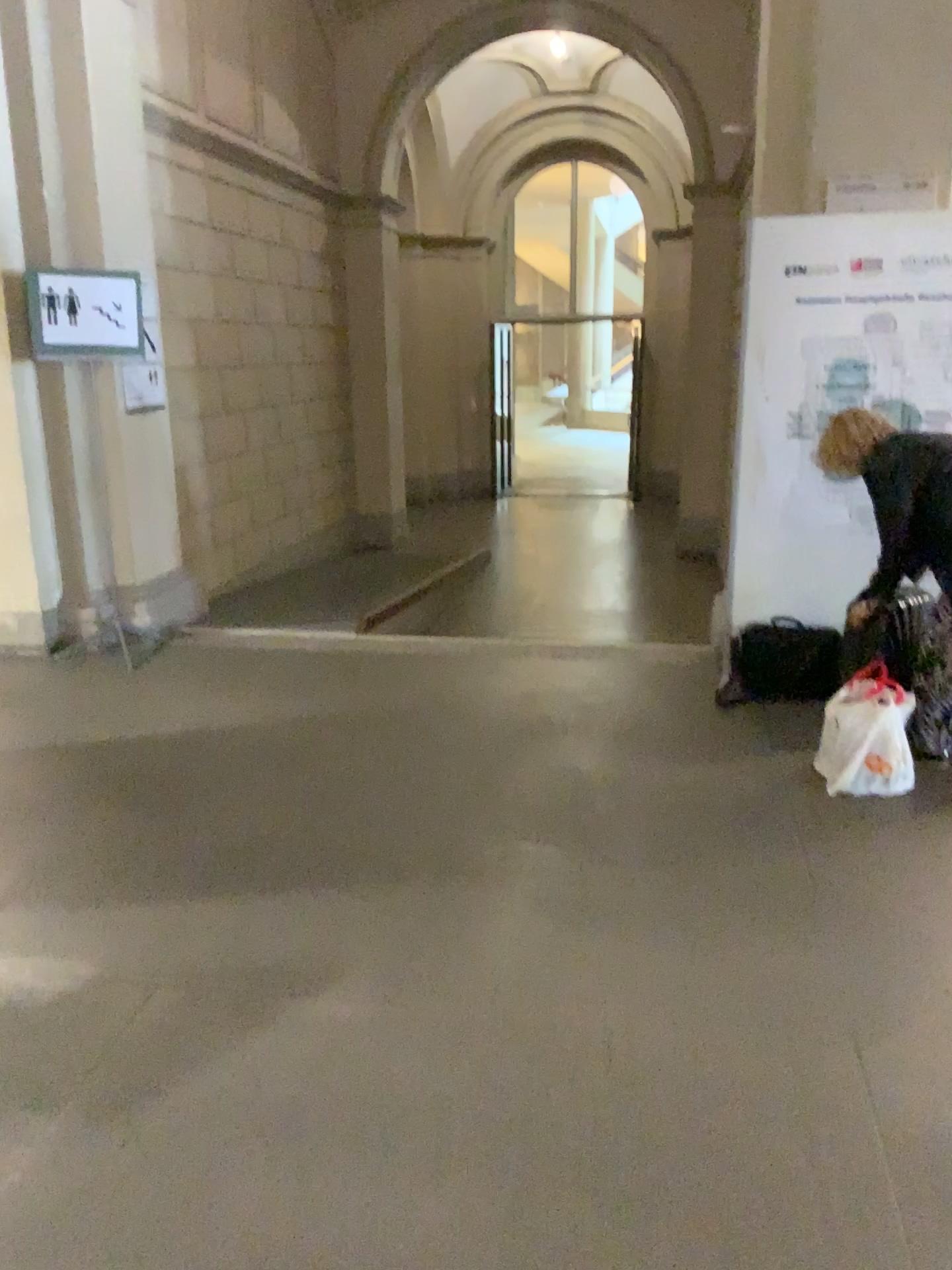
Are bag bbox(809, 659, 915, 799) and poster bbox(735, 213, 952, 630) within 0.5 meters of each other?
no

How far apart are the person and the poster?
0.4 meters

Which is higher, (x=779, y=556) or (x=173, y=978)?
(x=779, y=556)

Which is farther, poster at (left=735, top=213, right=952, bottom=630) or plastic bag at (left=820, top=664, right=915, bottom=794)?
poster at (left=735, top=213, right=952, bottom=630)

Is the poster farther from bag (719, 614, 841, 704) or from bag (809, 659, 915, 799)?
bag (809, 659, 915, 799)

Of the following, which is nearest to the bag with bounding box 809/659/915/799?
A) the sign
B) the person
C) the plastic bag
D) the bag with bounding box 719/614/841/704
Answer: the plastic bag

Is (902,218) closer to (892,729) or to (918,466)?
(918,466)

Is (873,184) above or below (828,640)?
above

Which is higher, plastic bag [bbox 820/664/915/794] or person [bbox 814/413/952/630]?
person [bbox 814/413/952/630]

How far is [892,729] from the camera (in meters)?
3.45
